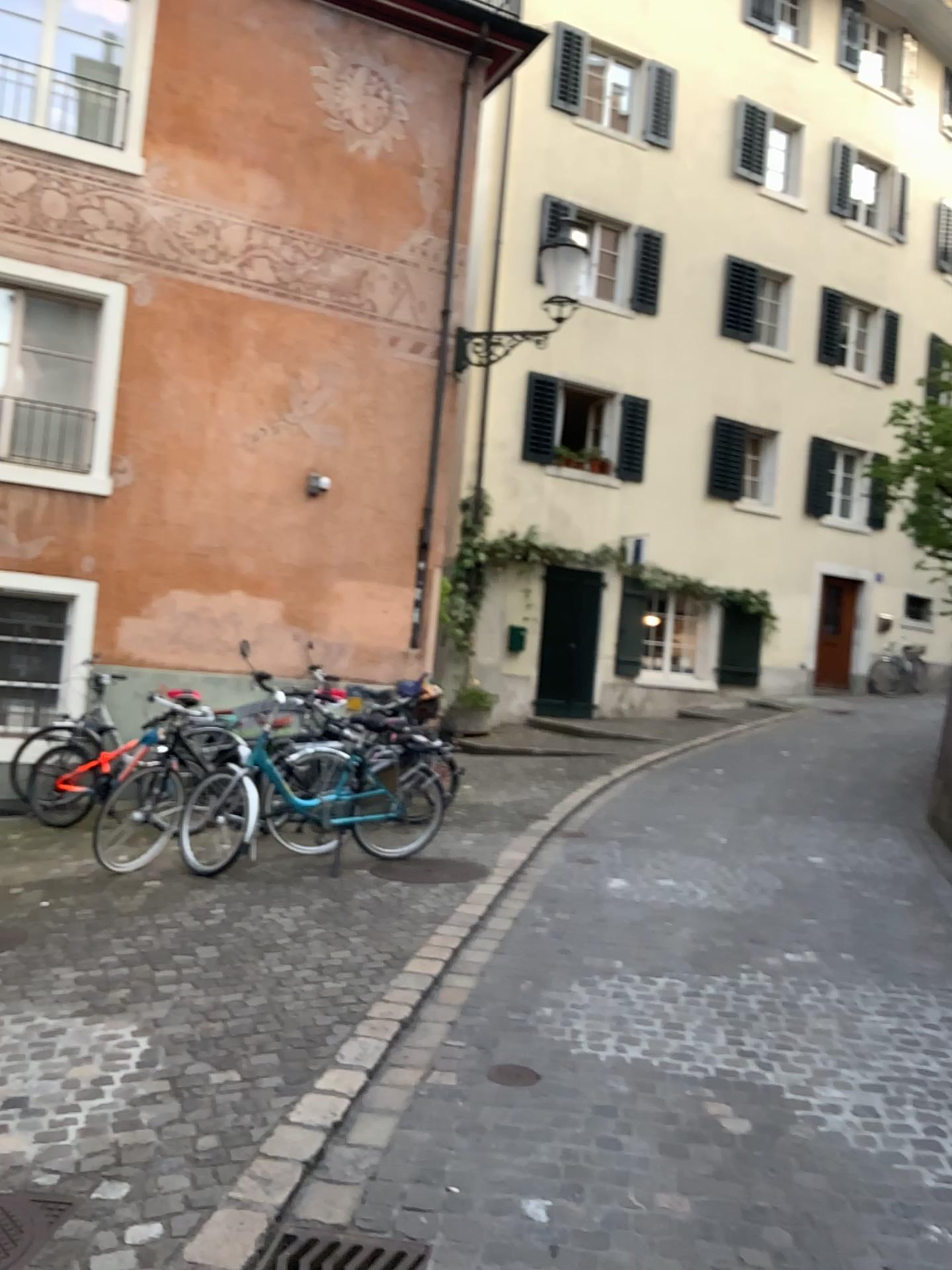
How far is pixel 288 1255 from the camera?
2.5m

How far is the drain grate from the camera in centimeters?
250cm

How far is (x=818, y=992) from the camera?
4.56m
